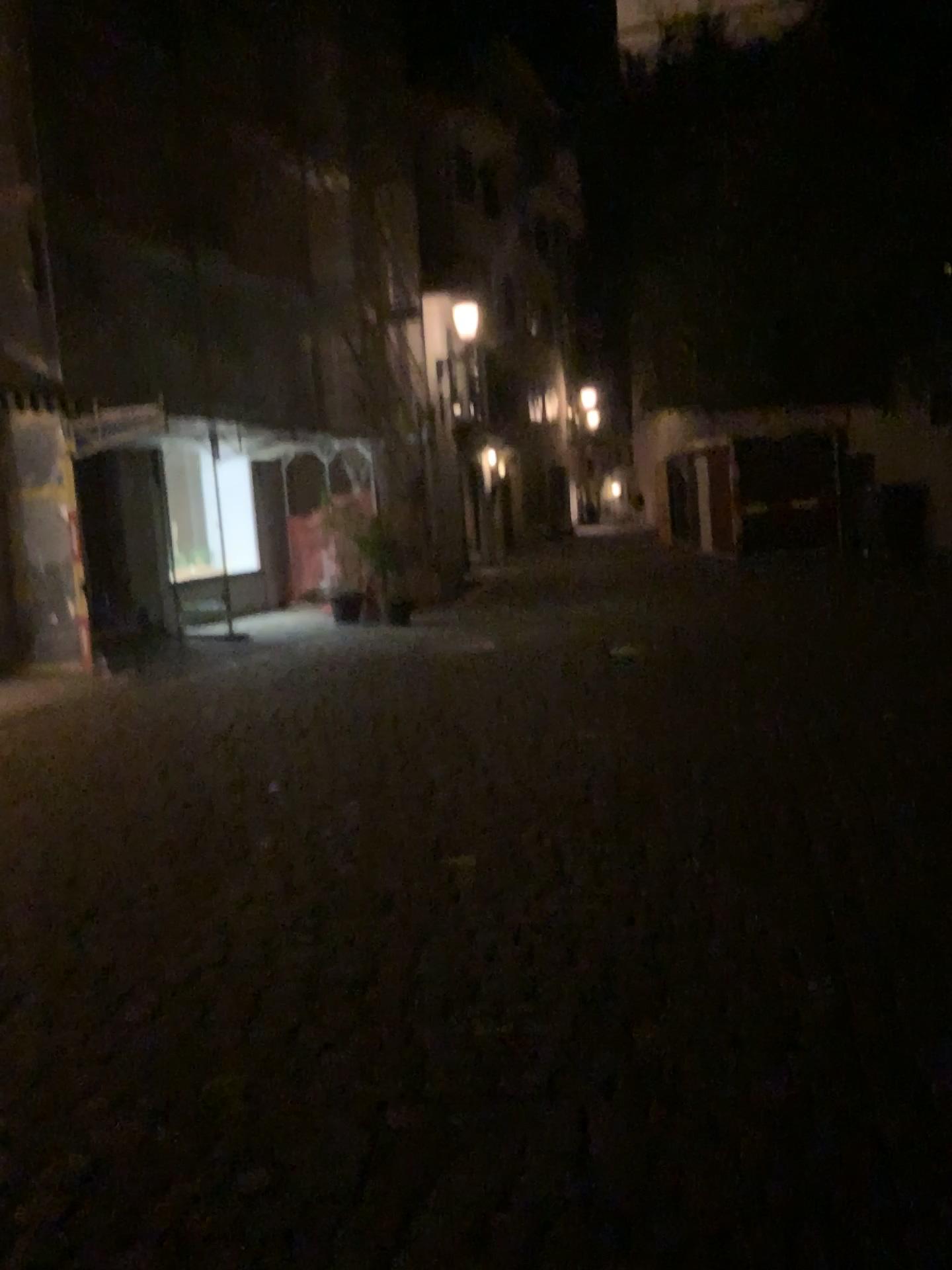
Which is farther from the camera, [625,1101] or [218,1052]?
[218,1052]
